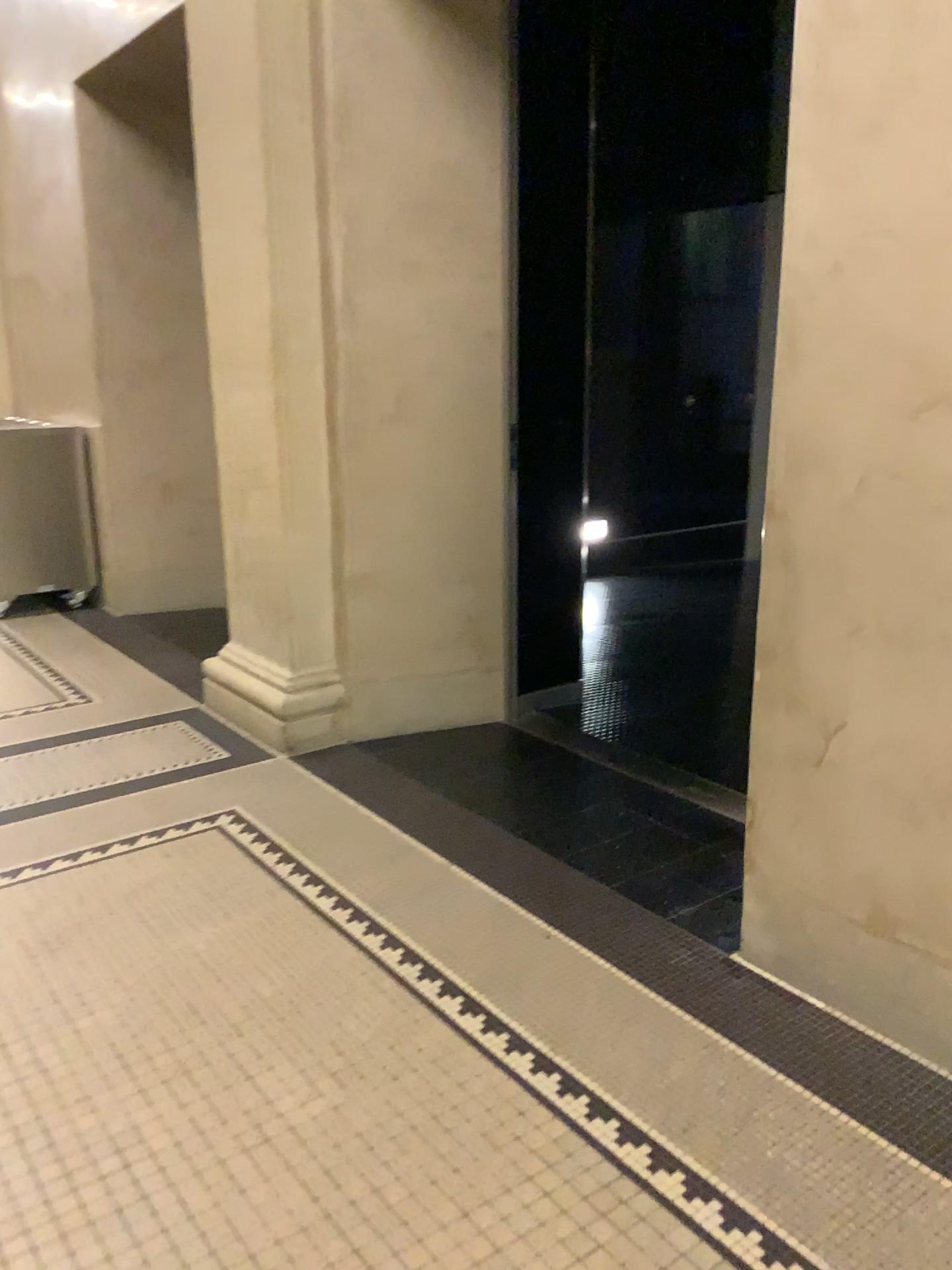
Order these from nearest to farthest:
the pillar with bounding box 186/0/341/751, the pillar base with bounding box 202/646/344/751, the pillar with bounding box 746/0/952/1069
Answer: the pillar with bounding box 746/0/952/1069
the pillar with bounding box 186/0/341/751
the pillar base with bounding box 202/646/344/751

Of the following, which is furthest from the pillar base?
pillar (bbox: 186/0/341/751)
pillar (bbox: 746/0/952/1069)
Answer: pillar (bbox: 746/0/952/1069)

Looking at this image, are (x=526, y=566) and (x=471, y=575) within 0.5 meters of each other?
yes

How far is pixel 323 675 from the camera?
3.8 meters

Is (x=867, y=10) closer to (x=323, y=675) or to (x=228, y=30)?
(x=228, y=30)

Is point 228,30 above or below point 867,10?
above

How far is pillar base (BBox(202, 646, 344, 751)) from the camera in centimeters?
379cm

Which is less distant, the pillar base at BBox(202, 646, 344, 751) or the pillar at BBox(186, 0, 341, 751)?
the pillar at BBox(186, 0, 341, 751)

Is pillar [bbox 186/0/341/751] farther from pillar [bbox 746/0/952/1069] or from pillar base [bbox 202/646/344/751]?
pillar [bbox 746/0/952/1069]

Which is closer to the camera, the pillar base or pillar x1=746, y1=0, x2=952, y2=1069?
pillar x1=746, y1=0, x2=952, y2=1069
